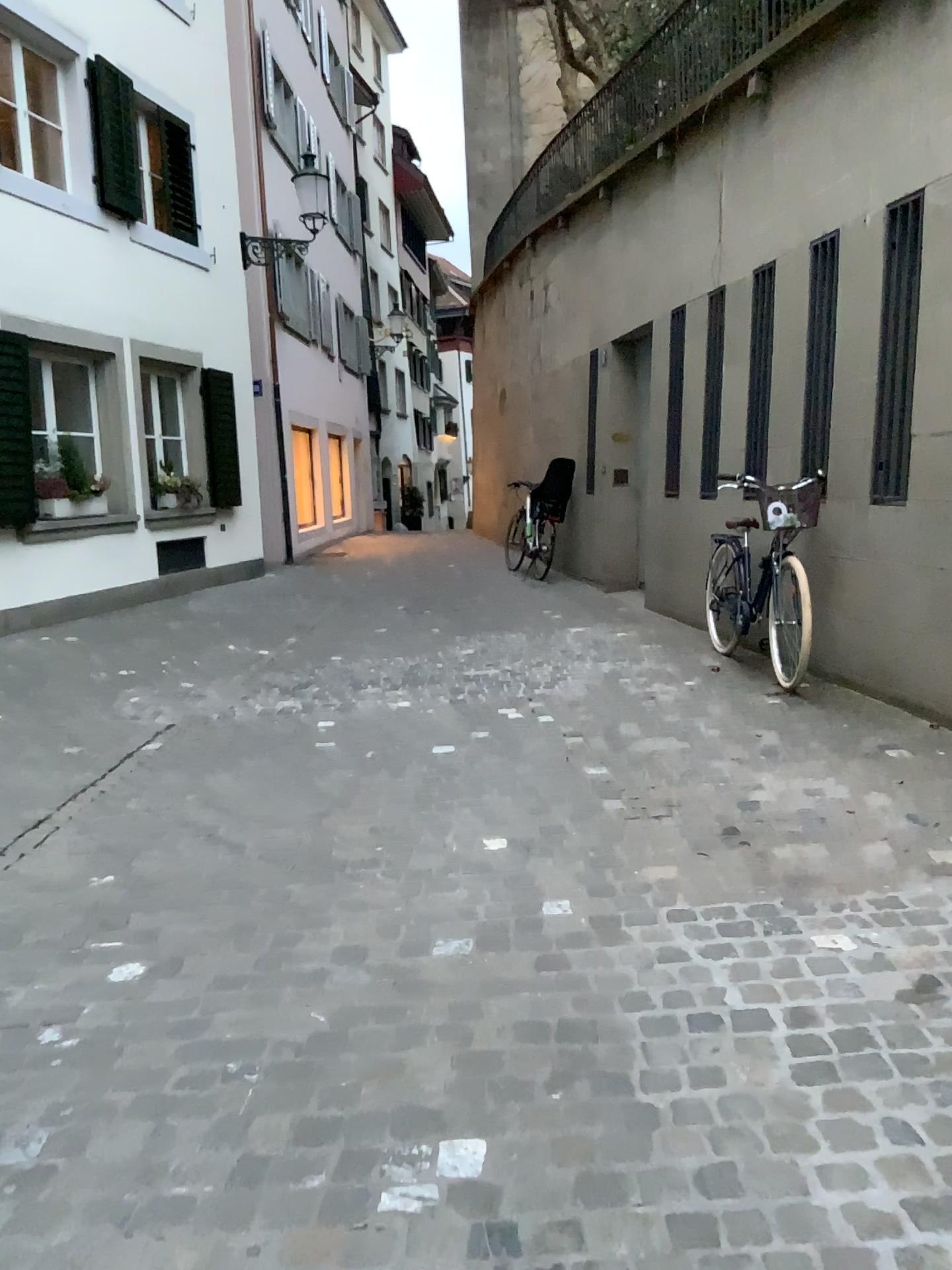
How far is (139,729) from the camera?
5.30m
